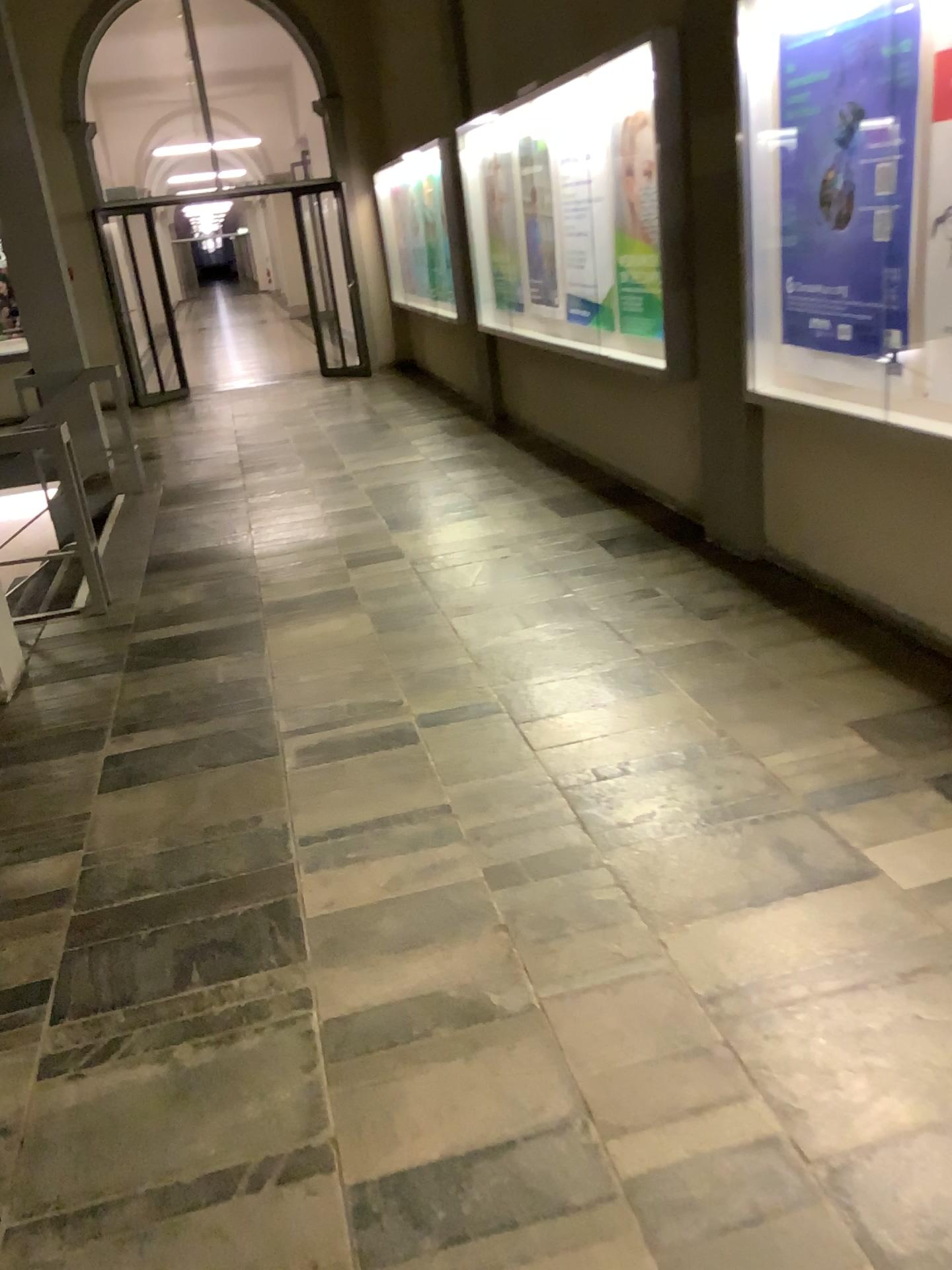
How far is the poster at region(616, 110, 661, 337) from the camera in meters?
4.8

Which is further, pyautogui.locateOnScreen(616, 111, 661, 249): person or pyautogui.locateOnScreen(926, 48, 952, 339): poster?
pyautogui.locateOnScreen(616, 111, 661, 249): person

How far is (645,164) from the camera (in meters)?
4.81

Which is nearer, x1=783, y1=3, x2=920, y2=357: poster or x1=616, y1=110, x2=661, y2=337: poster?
x1=783, y1=3, x2=920, y2=357: poster

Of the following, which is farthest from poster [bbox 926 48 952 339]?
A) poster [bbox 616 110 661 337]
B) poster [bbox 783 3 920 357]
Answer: poster [bbox 616 110 661 337]

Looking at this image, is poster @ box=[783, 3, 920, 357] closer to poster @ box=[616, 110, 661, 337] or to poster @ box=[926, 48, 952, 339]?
poster @ box=[926, 48, 952, 339]

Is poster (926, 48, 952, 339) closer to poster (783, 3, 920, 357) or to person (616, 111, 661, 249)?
poster (783, 3, 920, 357)

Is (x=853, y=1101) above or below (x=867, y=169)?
below

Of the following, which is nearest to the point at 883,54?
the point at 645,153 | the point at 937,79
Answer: the point at 937,79

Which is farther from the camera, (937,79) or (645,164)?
(645,164)
